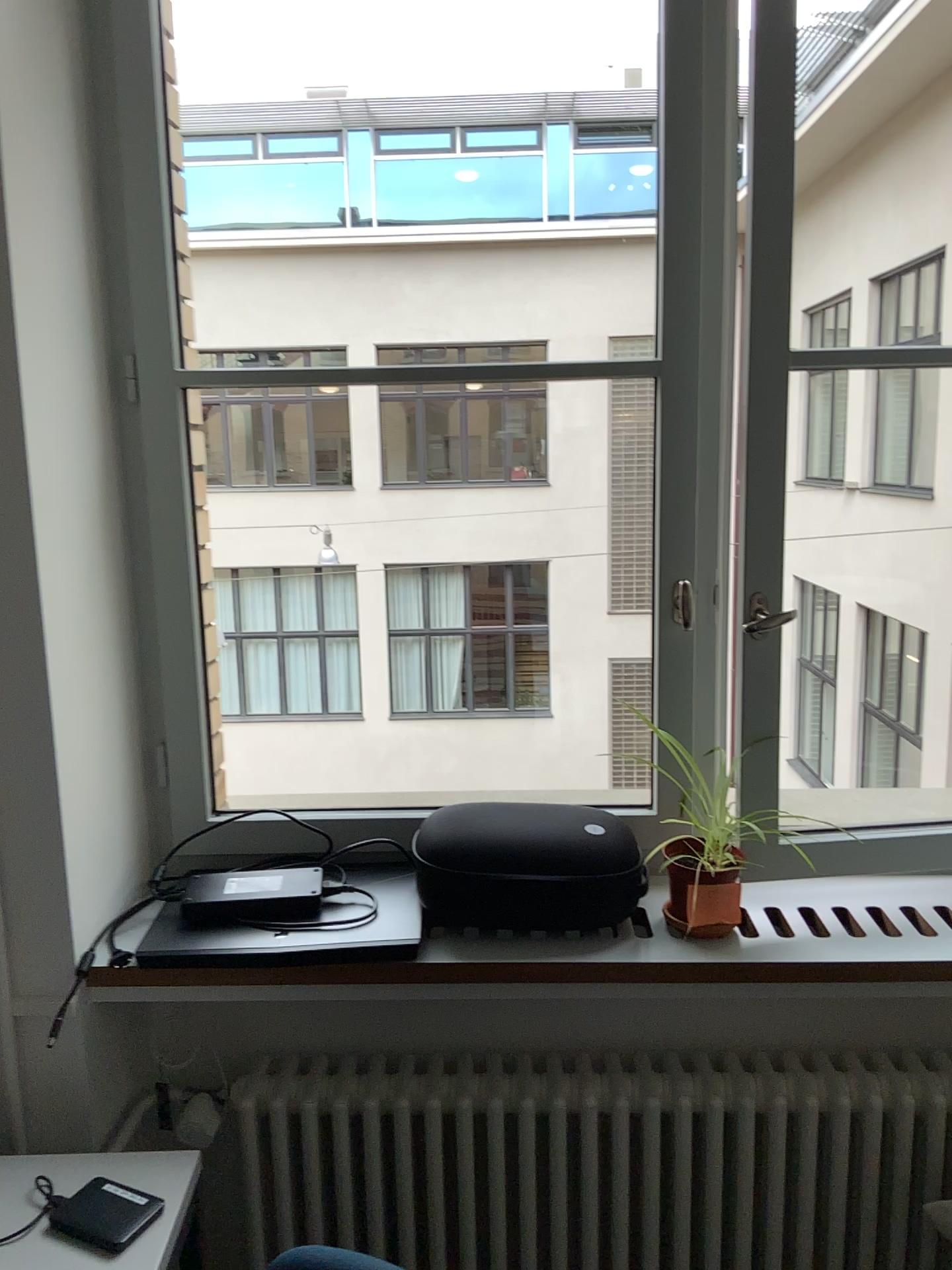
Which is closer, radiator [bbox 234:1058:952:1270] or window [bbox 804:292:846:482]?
radiator [bbox 234:1058:952:1270]

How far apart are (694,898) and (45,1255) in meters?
0.9 m

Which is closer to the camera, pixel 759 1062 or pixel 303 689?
pixel 759 1062

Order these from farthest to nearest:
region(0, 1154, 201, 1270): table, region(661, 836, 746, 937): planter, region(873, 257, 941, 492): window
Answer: region(873, 257, 941, 492): window < region(661, 836, 746, 937): planter < region(0, 1154, 201, 1270): table

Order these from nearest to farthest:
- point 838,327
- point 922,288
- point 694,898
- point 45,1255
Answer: point 45,1255 < point 694,898 < point 922,288 < point 838,327

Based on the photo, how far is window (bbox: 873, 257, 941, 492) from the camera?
3.3m

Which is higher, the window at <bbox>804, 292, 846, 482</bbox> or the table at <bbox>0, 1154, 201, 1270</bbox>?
the window at <bbox>804, 292, 846, 482</bbox>

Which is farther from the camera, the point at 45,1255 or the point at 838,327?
the point at 838,327

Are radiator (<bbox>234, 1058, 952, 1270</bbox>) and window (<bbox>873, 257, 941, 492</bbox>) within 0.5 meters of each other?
no

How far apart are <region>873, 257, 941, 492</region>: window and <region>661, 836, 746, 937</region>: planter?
2.24m
